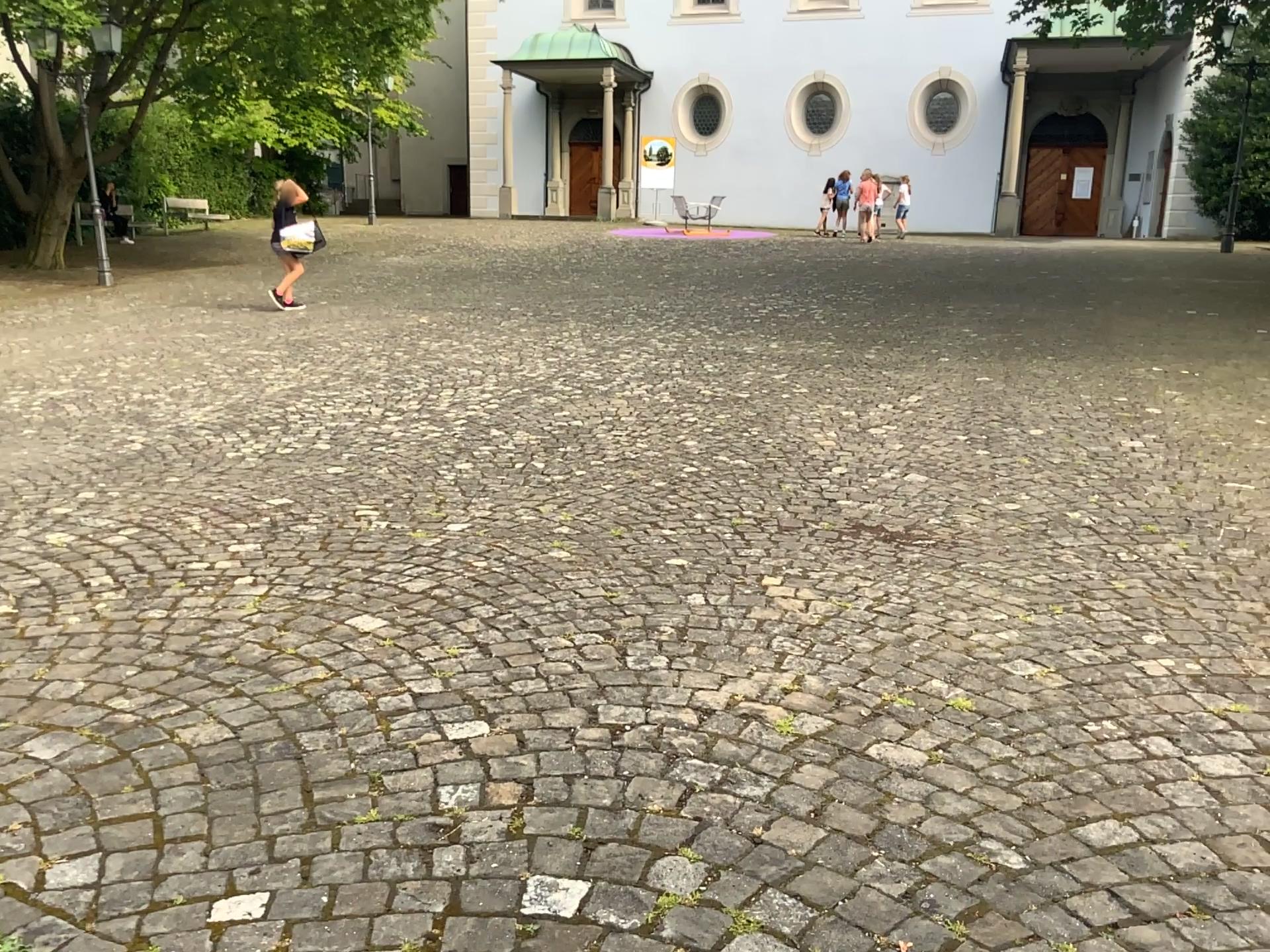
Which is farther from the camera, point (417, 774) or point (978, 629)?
point (978, 629)
